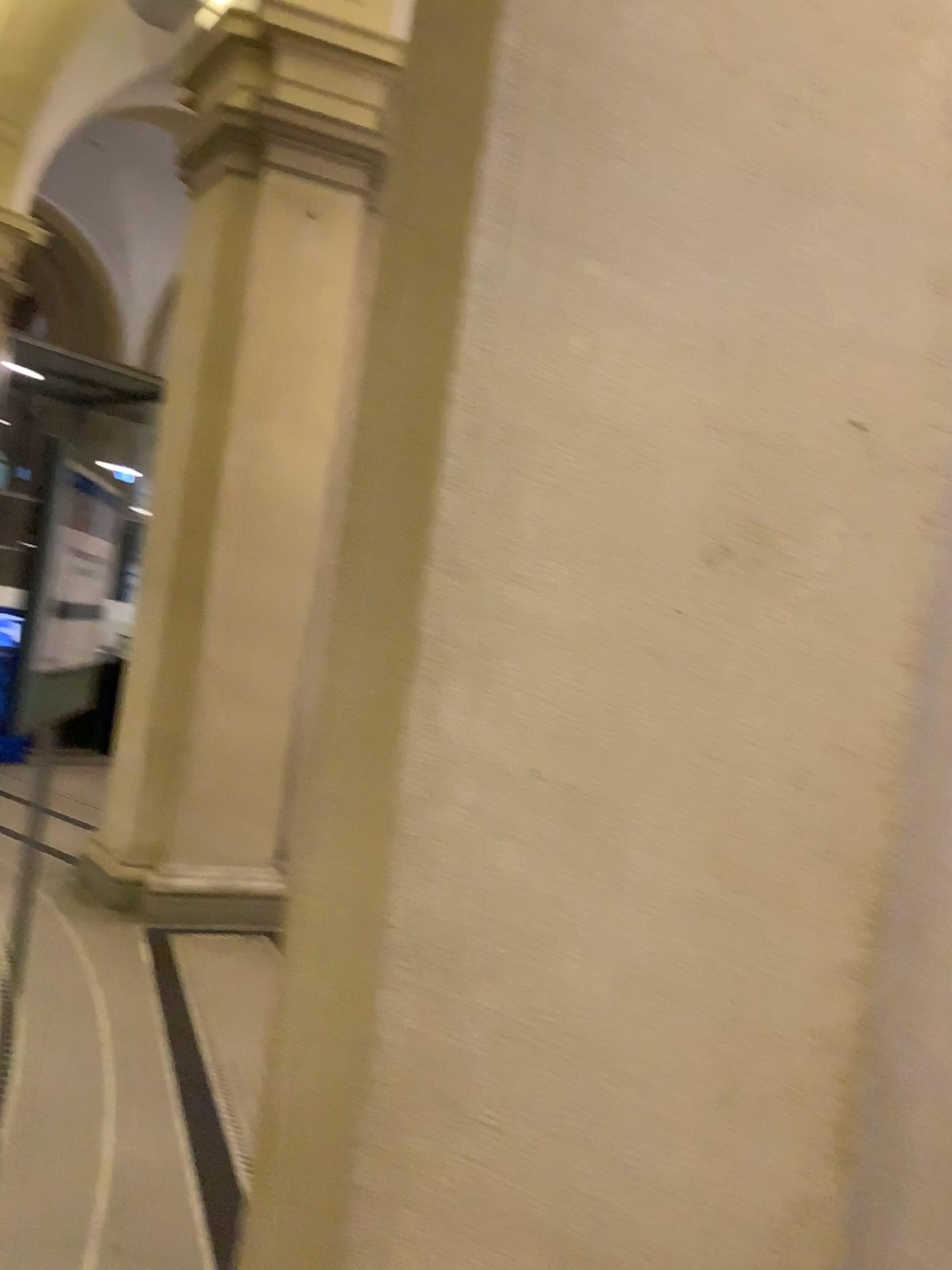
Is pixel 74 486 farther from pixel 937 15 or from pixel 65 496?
pixel 937 15

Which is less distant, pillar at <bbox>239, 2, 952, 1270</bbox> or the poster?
pillar at <bbox>239, 2, 952, 1270</bbox>

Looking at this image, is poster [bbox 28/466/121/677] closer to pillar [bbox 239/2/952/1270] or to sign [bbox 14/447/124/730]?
sign [bbox 14/447/124/730]

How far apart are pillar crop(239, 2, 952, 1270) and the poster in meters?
0.5 m

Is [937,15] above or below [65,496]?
above

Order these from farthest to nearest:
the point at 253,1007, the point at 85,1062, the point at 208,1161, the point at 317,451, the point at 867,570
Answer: the point at 253,1007
the point at 85,1062
the point at 208,1161
the point at 317,451
the point at 867,570

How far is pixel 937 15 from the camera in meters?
1.1

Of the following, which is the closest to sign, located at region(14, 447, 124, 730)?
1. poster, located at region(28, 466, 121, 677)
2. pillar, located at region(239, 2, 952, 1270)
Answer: poster, located at region(28, 466, 121, 677)

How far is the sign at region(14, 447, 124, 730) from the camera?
1.5 meters
